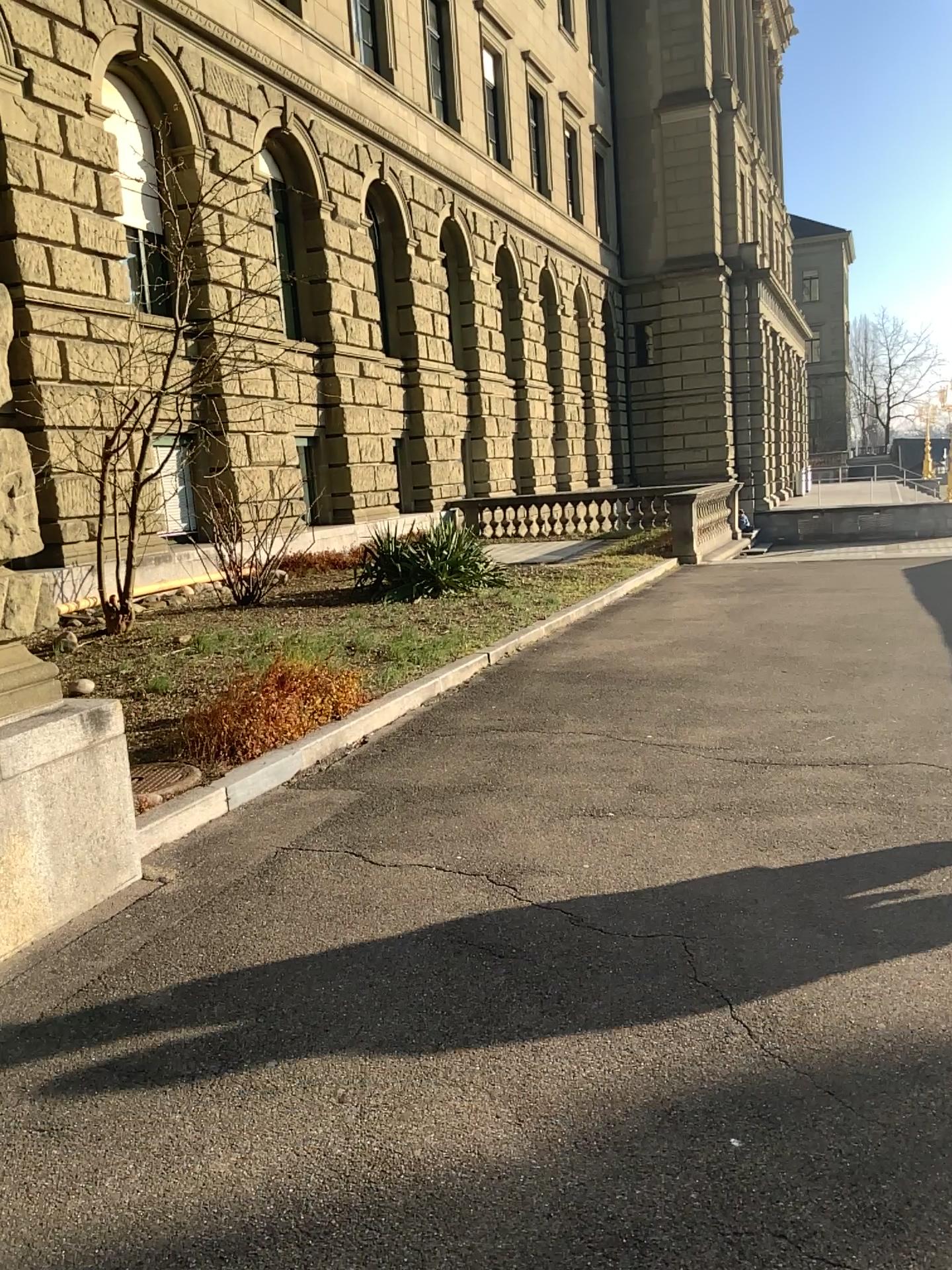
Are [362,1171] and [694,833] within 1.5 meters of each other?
no
